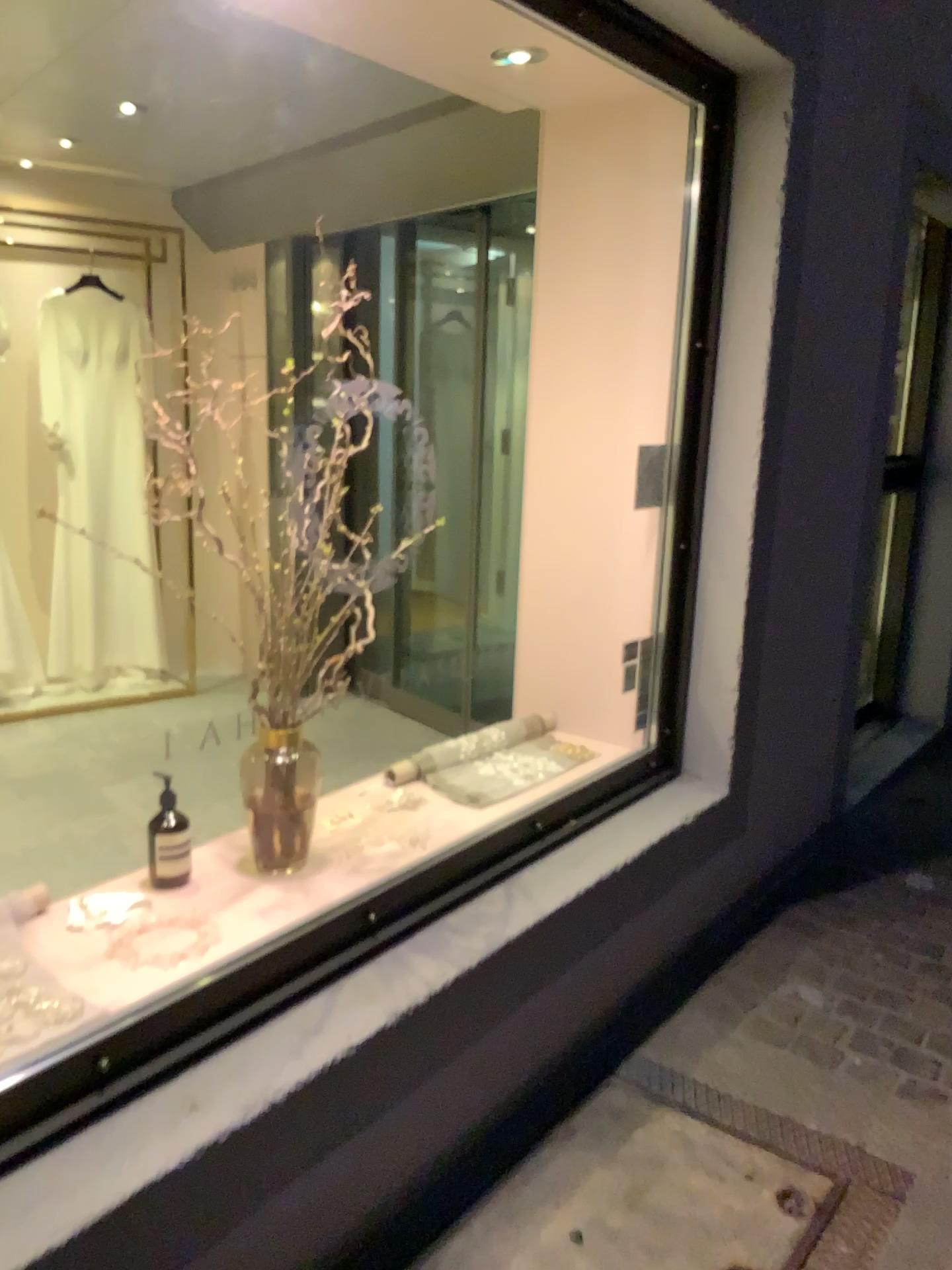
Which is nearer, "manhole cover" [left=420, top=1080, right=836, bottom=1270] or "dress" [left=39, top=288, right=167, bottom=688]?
"manhole cover" [left=420, top=1080, right=836, bottom=1270]

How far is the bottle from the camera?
1.97m

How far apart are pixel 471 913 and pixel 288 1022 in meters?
0.5 m

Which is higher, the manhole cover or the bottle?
the bottle

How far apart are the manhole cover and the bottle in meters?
0.8

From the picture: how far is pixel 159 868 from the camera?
2.0 meters

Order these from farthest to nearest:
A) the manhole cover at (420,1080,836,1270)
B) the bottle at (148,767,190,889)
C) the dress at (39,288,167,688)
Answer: the dress at (39,288,167,688) < the bottle at (148,767,190,889) < the manhole cover at (420,1080,836,1270)

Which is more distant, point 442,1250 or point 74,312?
point 74,312

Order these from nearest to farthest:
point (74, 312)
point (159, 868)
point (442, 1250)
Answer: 1. point (442, 1250)
2. point (159, 868)
3. point (74, 312)

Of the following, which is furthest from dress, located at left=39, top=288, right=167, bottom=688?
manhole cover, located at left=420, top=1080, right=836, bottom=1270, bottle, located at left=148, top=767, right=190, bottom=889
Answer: manhole cover, located at left=420, top=1080, right=836, bottom=1270
